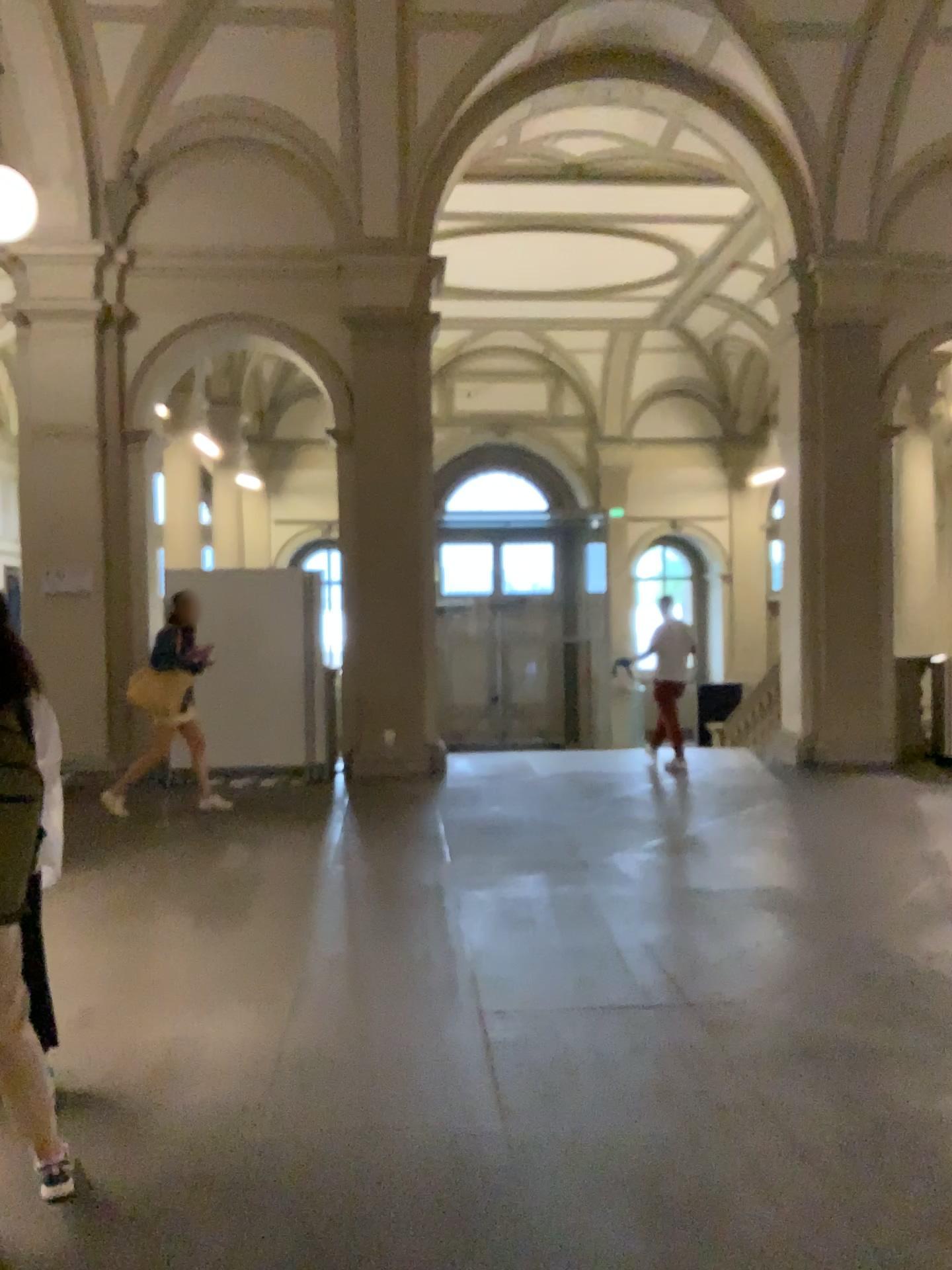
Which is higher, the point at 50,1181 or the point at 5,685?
the point at 5,685

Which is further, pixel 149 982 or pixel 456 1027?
pixel 149 982
